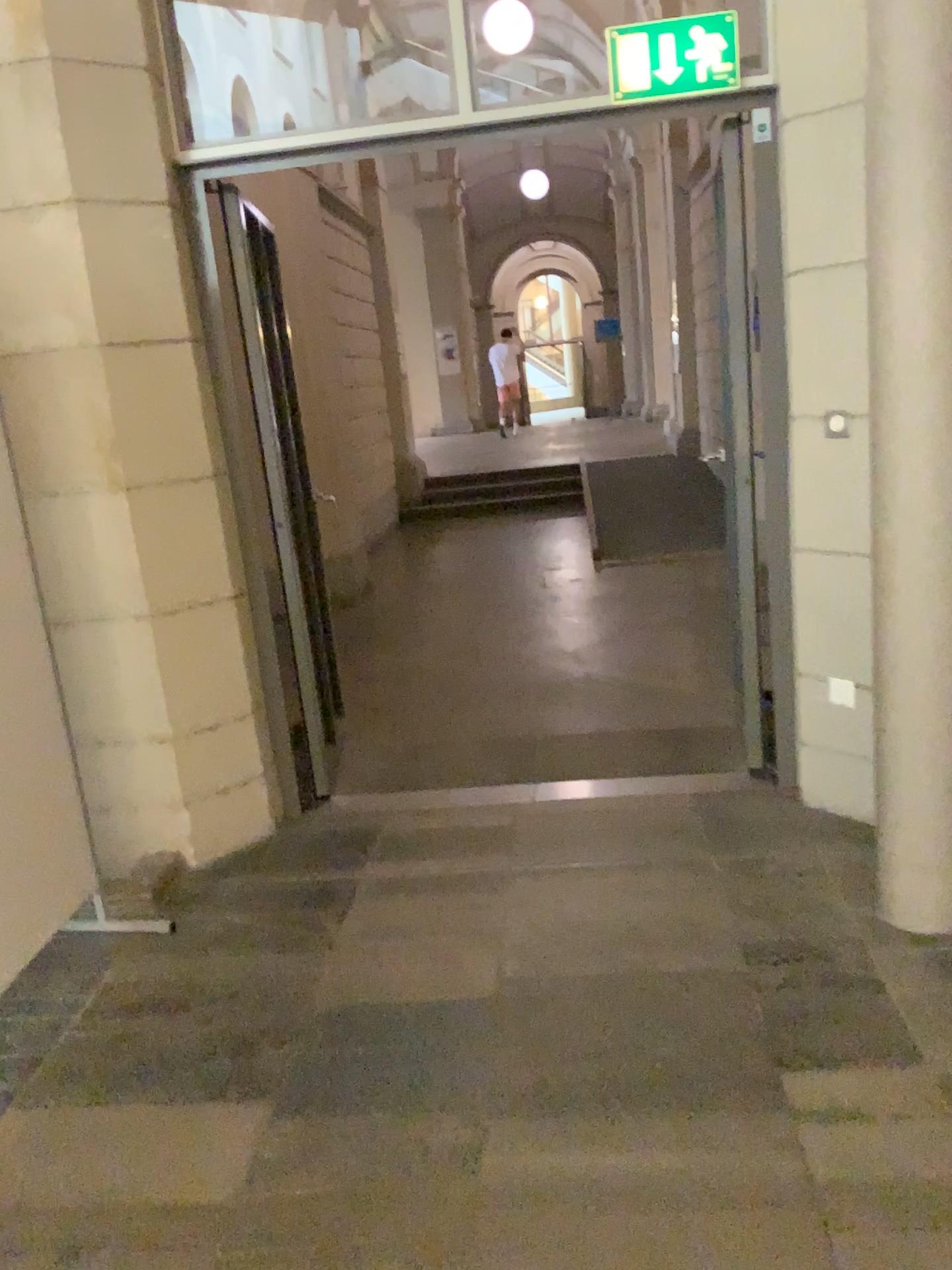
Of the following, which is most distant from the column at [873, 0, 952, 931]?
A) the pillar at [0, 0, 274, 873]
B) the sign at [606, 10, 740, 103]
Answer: the pillar at [0, 0, 274, 873]

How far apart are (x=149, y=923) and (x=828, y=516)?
2.3 meters

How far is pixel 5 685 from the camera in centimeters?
262cm

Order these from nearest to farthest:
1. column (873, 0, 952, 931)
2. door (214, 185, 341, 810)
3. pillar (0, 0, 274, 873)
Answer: column (873, 0, 952, 931) < pillar (0, 0, 274, 873) < door (214, 185, 341, 810)

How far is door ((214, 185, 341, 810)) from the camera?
3.54m

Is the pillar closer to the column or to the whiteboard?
the whiteboard

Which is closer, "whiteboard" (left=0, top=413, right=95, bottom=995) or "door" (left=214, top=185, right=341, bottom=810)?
"whiteboard" (left=0, top=413, right=95, bottom=995)

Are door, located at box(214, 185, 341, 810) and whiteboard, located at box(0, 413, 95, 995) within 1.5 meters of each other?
yes

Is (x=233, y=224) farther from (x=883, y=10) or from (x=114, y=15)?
(x=883, y=10)

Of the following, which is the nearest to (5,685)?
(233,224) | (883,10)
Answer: (233,224)
